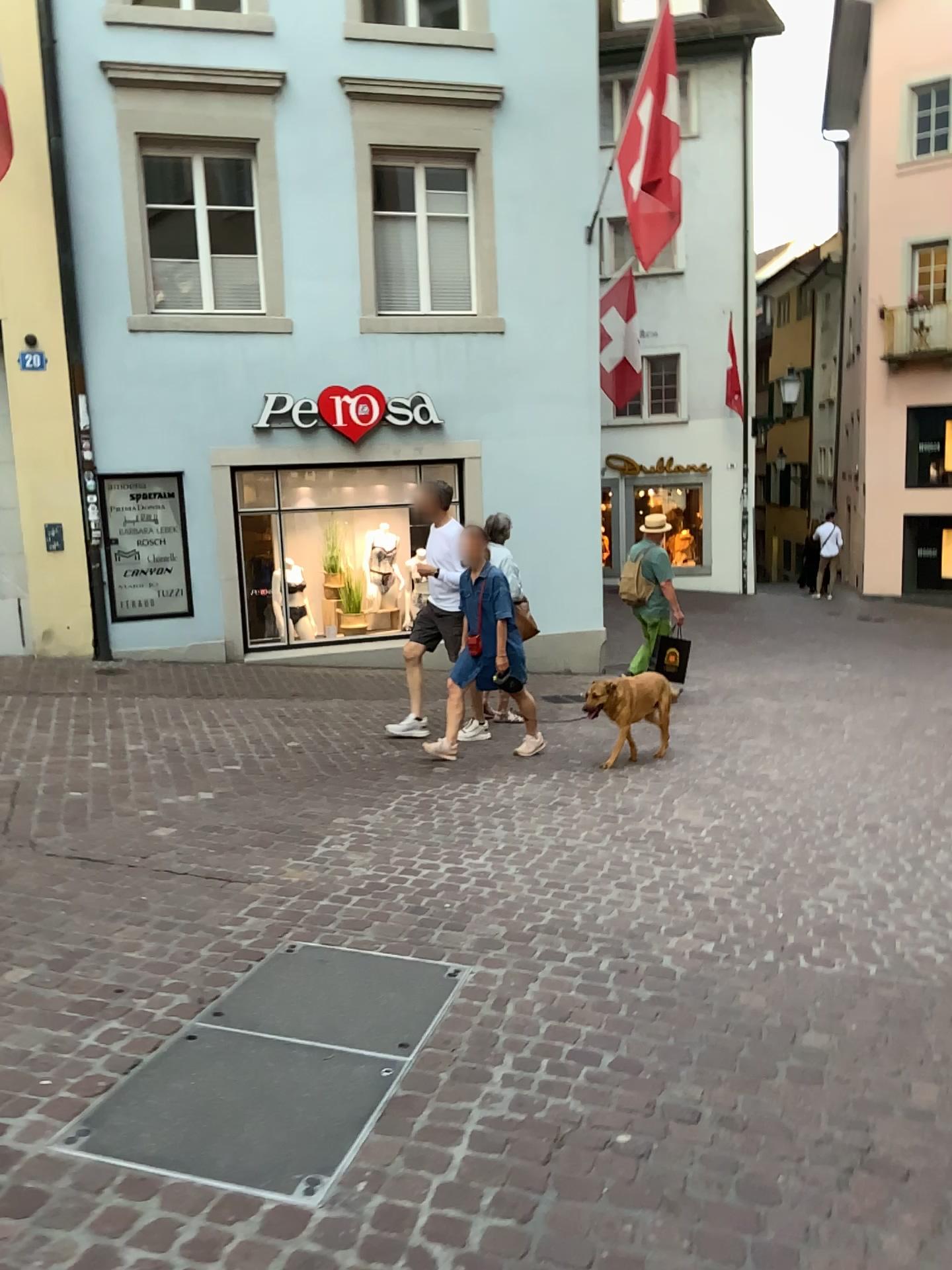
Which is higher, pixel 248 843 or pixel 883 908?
pixel 248 843
